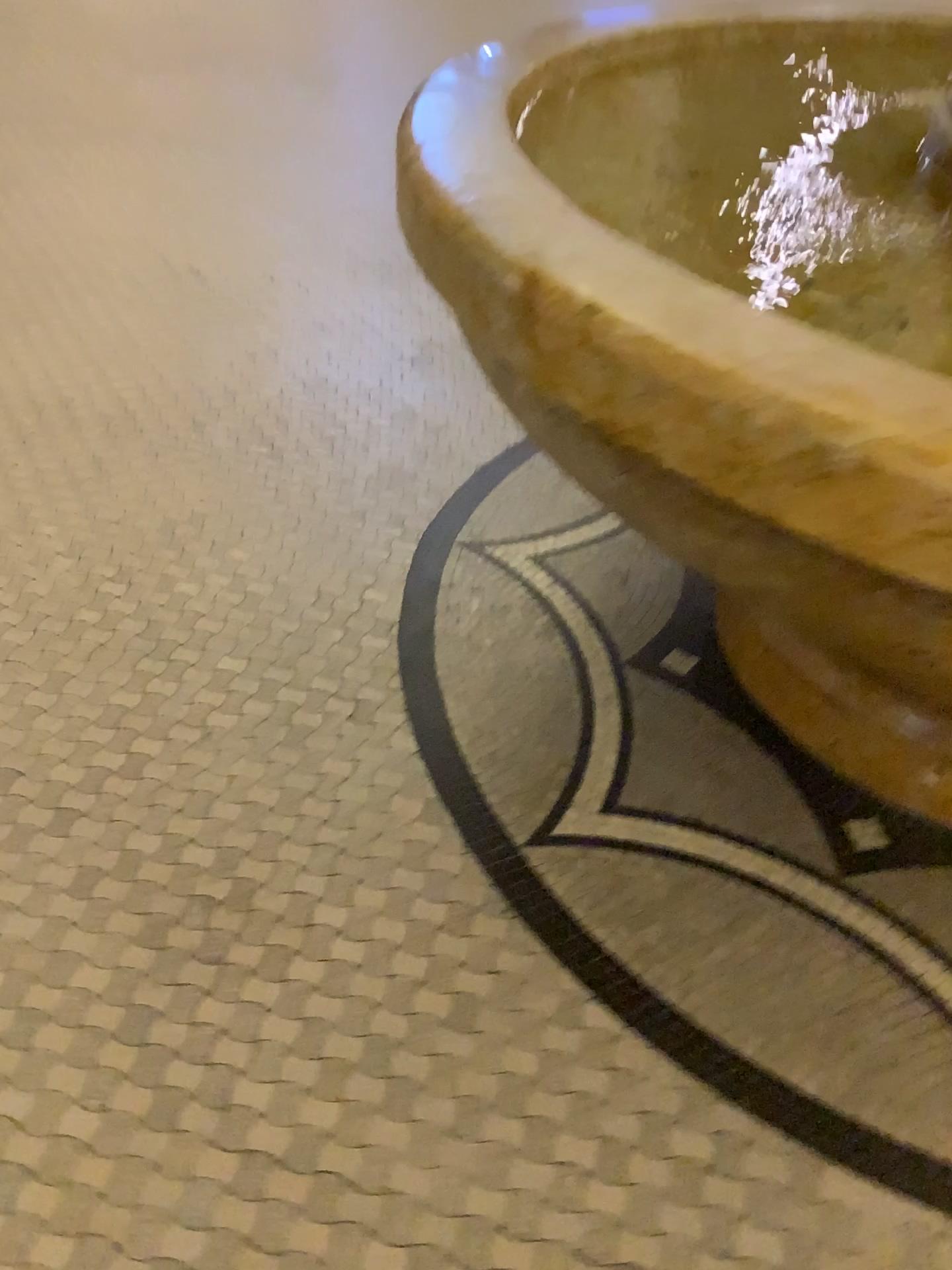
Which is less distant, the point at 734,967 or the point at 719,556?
the point at 719,556
